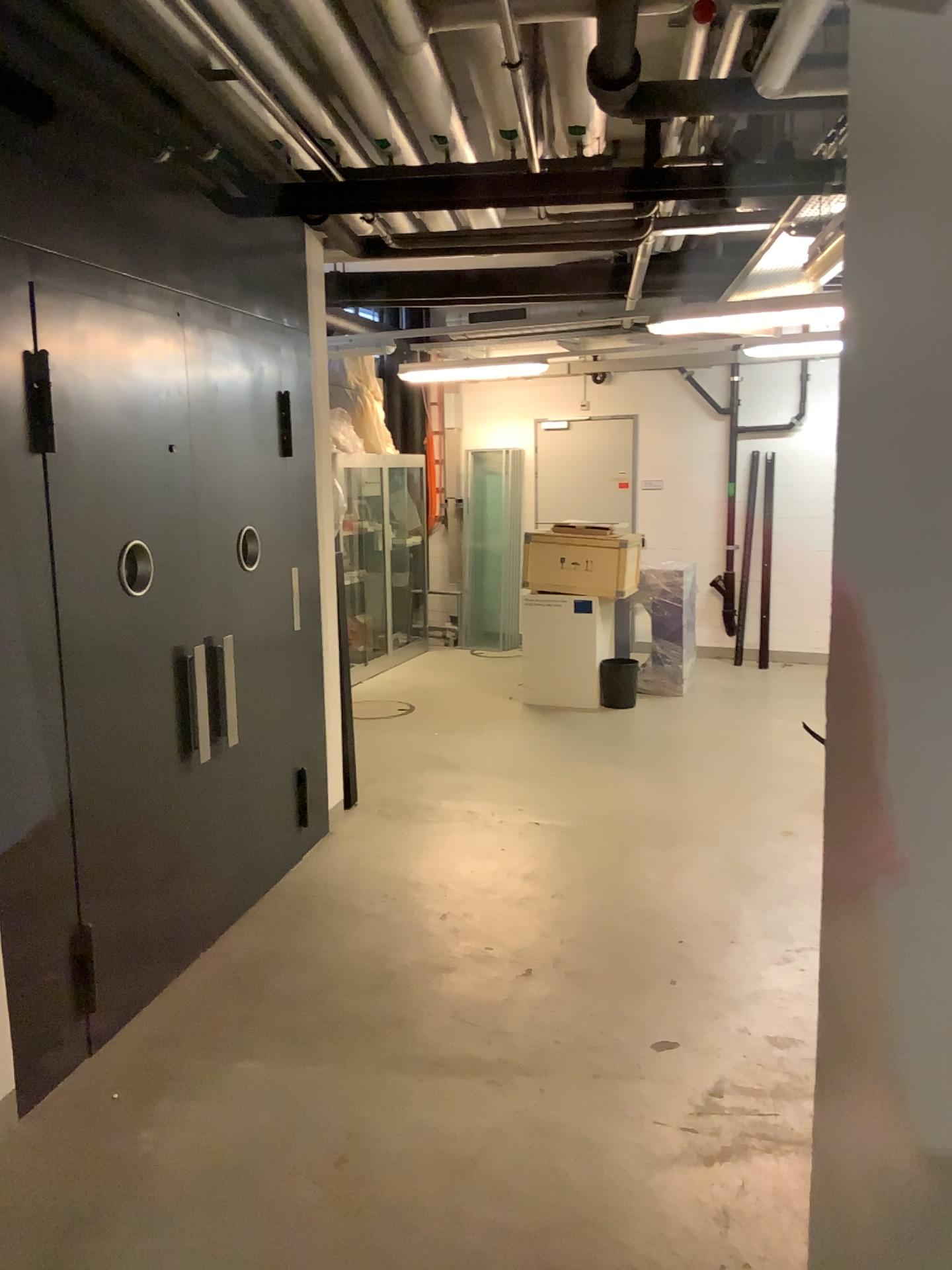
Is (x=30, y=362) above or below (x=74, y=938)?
above

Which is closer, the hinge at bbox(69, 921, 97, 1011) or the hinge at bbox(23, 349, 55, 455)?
the hinge at bbox(23, 349, 55, 455)

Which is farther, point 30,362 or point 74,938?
point 74,938

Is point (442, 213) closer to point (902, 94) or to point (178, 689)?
point (178, 689)

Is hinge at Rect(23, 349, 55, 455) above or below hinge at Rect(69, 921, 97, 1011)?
above
